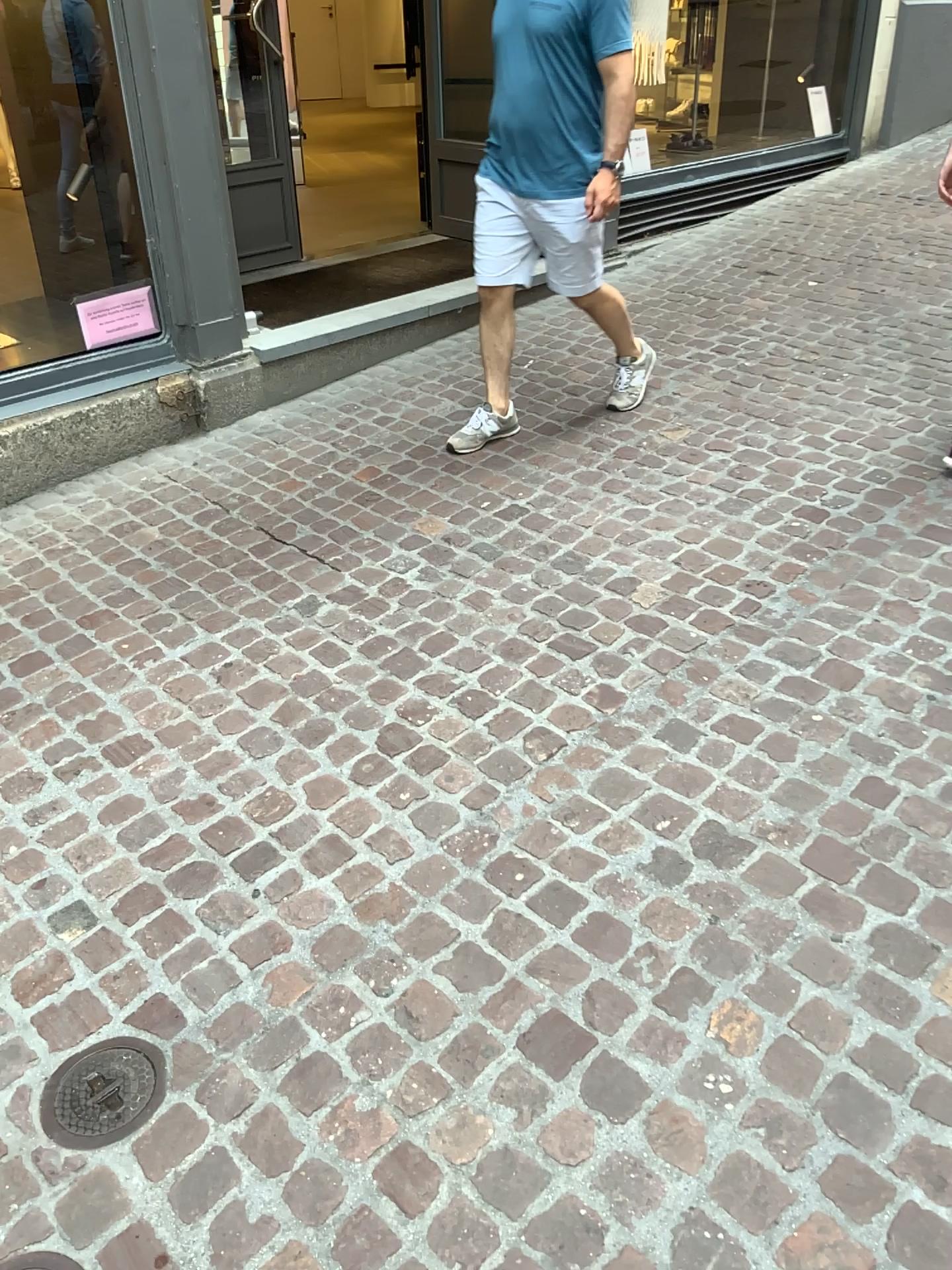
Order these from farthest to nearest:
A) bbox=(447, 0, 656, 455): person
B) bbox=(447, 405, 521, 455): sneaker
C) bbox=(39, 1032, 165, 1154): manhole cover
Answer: bbox=(447, 405, 521, 455): sneaker → bbox=(447, 0, 656, 455): person → bbox=(39, 1032, 165, 1154): manhole cover

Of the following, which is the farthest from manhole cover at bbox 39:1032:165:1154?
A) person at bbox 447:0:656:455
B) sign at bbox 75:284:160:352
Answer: sign at bbox 75:284:160:352

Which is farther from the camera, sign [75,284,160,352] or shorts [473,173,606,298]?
sign [75,284,160,352]

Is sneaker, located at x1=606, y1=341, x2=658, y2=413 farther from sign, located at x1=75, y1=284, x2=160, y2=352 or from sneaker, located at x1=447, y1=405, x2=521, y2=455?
sign, located at x1=75, y1=284, x2=160, y2=352

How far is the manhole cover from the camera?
1.67m

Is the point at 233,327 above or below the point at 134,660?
above

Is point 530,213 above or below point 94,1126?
above

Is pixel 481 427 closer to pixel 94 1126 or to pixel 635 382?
pixel 635 382

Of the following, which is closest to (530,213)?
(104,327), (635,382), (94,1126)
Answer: (635,382)

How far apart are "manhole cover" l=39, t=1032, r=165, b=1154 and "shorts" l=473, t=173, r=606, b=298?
2.6 meters
